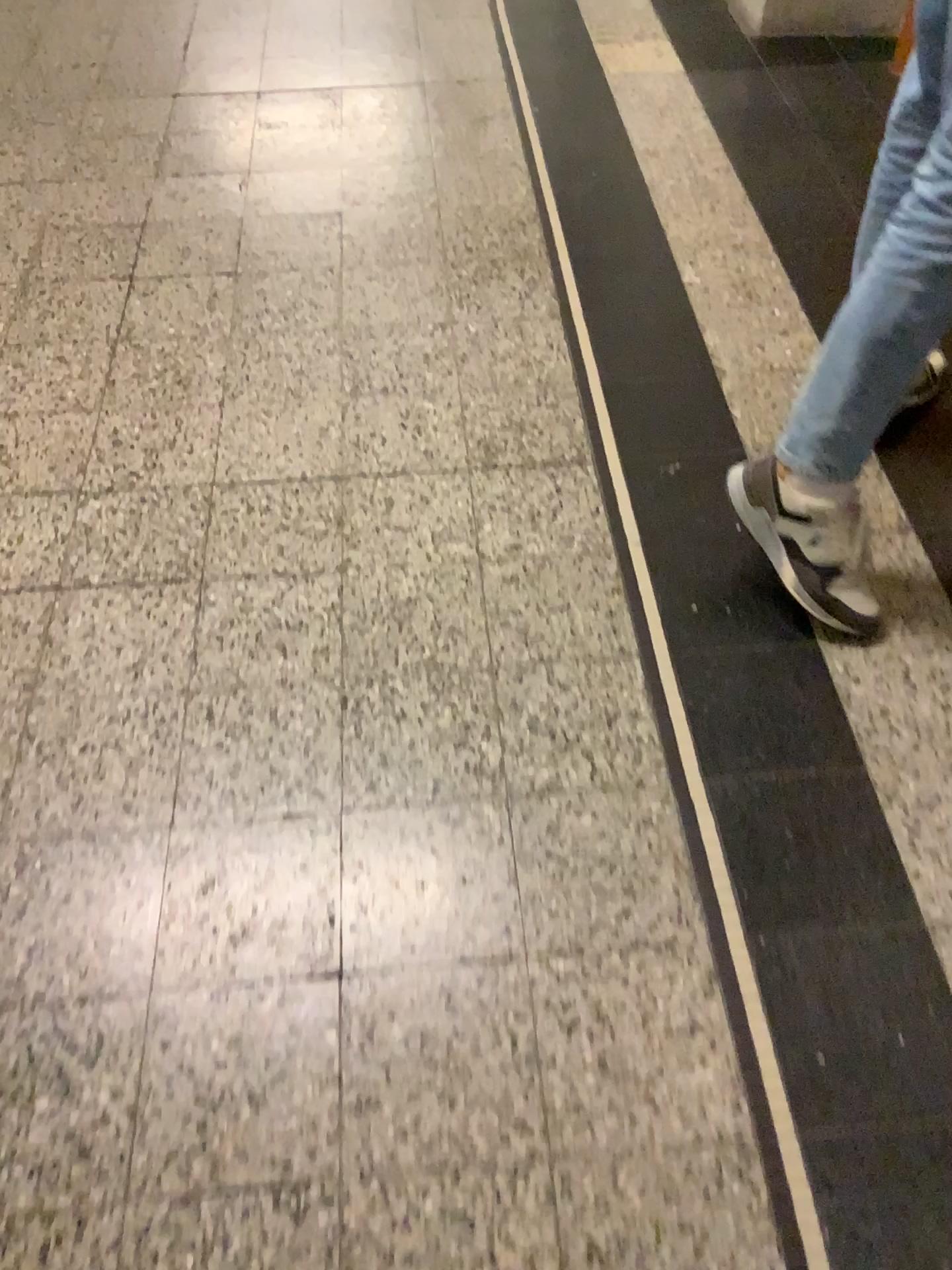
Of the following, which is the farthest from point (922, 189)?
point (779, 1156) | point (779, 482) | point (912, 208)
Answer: point (779, 1156)

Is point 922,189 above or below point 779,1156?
above

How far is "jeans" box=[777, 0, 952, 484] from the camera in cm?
117

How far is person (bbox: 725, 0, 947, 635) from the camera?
1.2 meters

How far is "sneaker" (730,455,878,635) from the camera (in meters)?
1.39

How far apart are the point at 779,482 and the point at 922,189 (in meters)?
0.38

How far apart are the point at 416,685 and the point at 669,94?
1.9m
